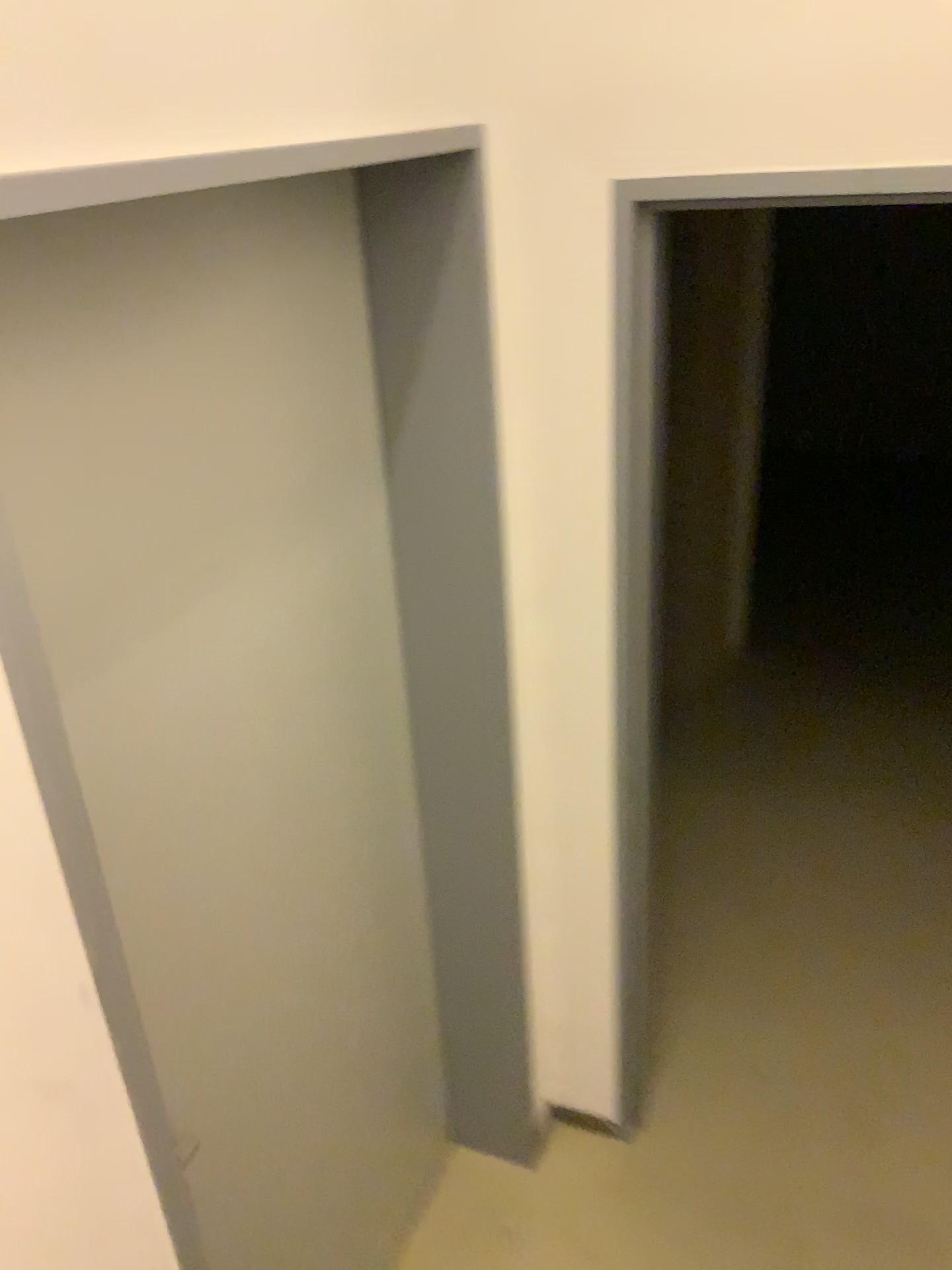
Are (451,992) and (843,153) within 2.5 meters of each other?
yes
